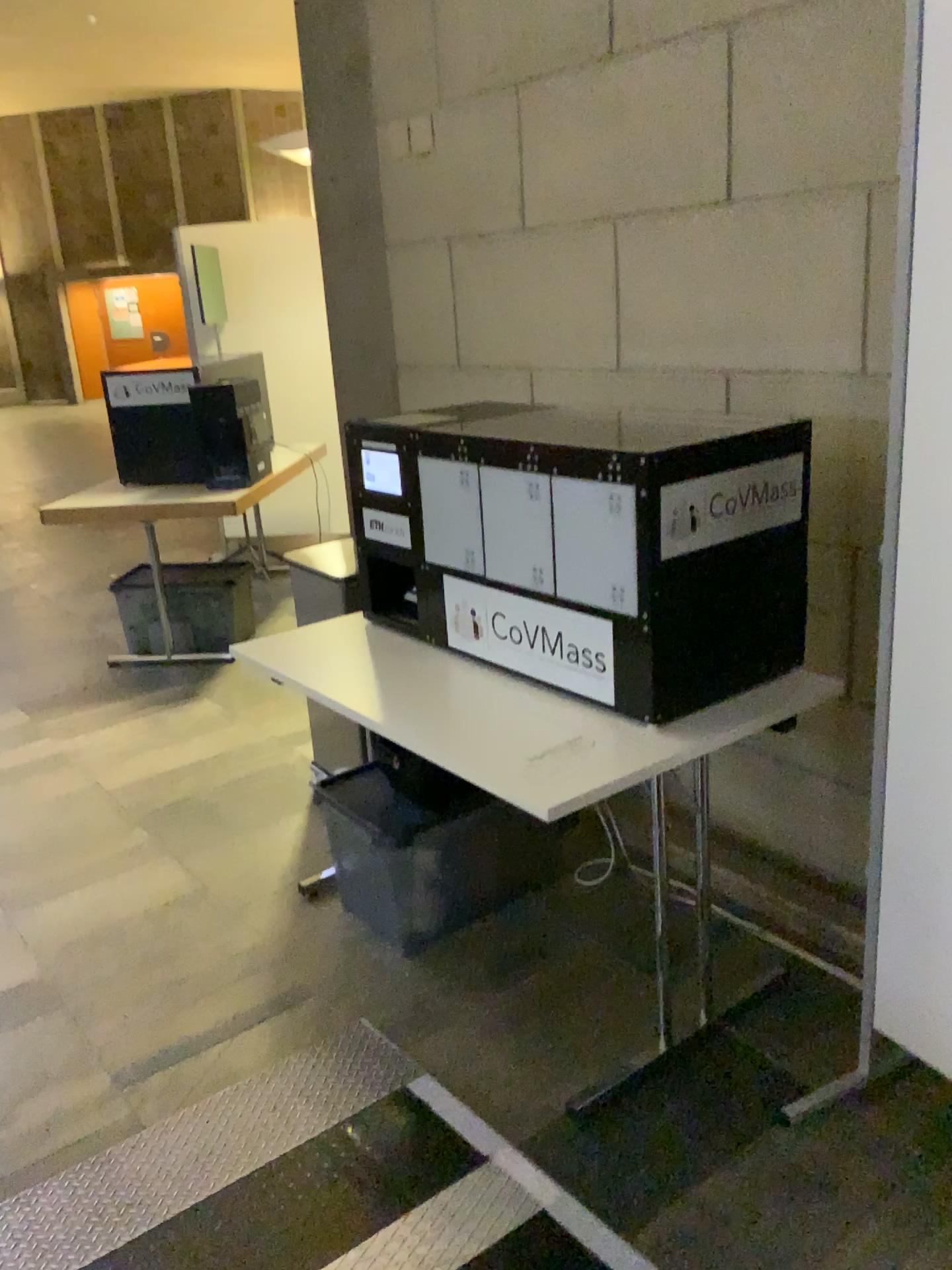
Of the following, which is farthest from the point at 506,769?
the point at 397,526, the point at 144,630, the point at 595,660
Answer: the point at 144,630

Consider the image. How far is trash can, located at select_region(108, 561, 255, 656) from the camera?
4.68m

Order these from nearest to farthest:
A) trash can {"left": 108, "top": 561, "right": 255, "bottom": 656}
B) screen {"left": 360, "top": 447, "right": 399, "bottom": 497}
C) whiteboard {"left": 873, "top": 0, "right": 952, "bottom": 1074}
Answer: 1. whiteboard {"left": 873, "top": 0, "right": 952, "bottom": 1074}
2. screen {"left": 360, "top": 447, "right": 399, "bottom": 497}
3. trash can {"left": 108, "top": 561, "right": 255, "bottom": 656}

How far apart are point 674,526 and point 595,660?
0.3 meters

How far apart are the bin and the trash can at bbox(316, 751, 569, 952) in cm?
213

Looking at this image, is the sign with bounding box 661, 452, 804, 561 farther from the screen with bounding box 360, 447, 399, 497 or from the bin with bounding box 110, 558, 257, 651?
the bin with bounding box 110, 558, 257, 651

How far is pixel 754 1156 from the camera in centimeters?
189cm

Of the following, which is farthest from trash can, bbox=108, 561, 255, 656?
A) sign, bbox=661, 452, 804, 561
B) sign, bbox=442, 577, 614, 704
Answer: sign, bbox=661, 452, 804, 561

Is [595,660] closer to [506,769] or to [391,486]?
[506,769]

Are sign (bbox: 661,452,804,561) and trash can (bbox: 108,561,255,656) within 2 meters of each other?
no
